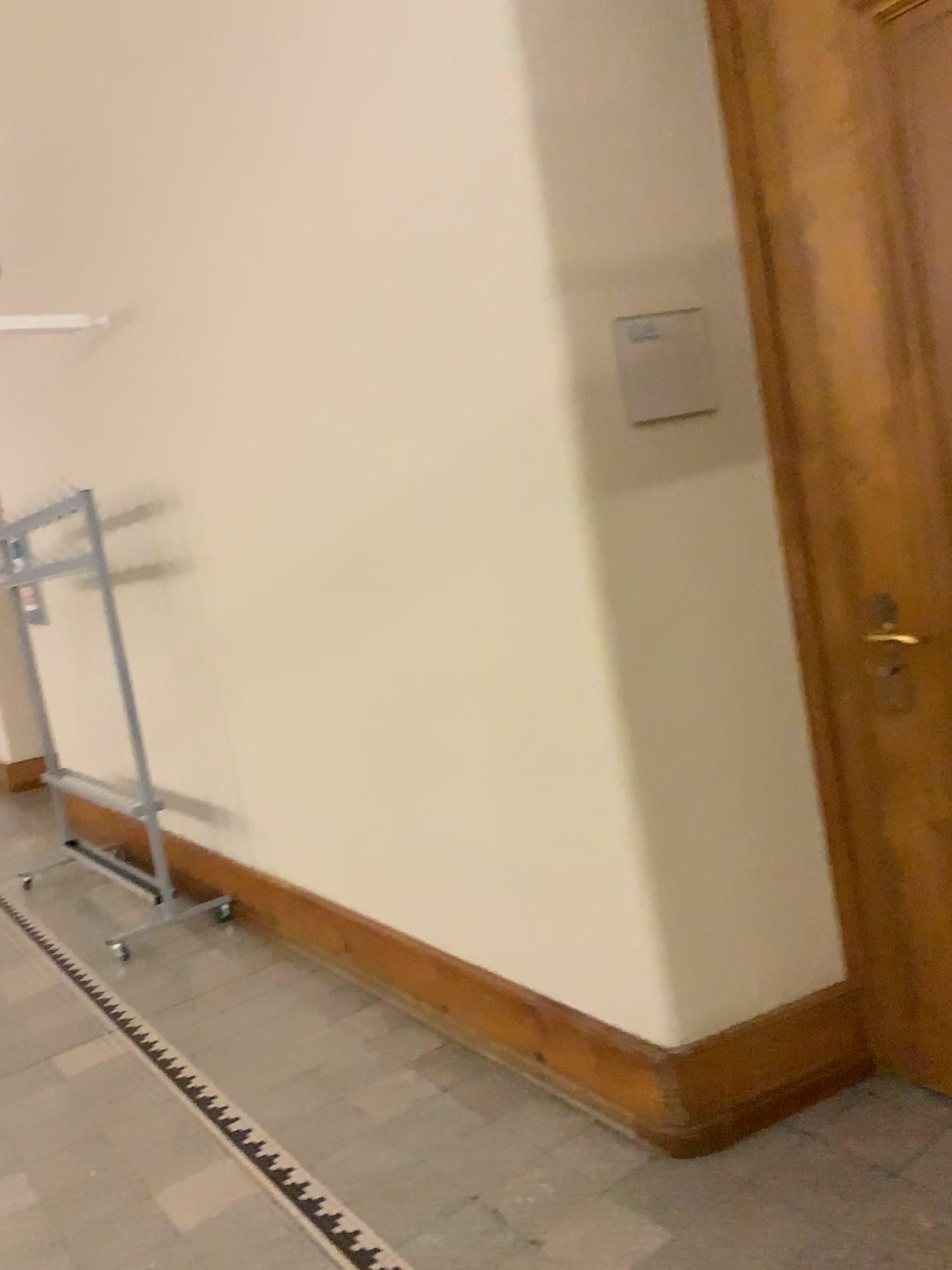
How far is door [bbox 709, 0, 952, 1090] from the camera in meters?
1.9 m

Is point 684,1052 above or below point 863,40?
below

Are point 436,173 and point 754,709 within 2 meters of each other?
yes

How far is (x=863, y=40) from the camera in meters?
1.9
